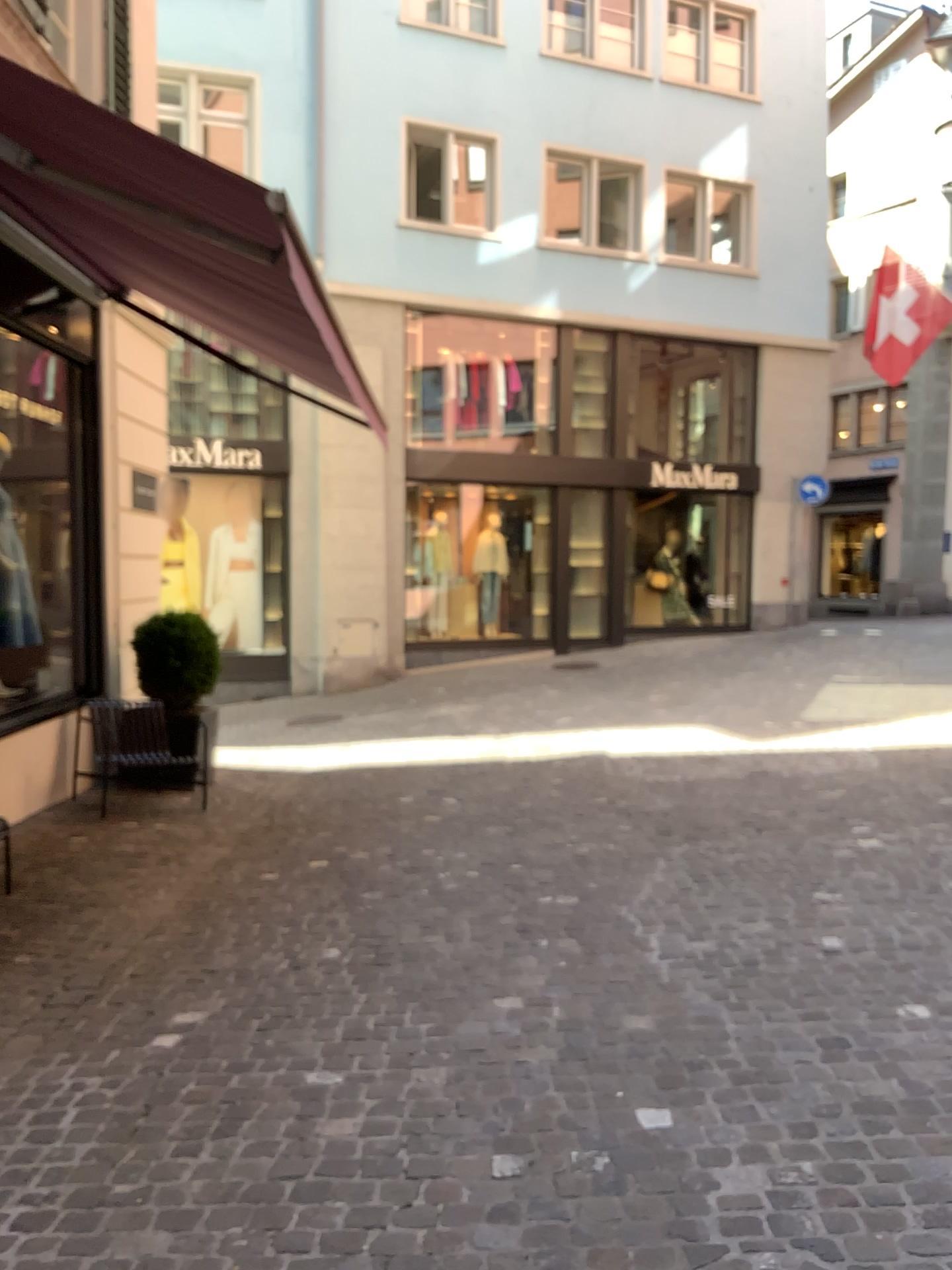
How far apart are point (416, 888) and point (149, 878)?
1.44m
